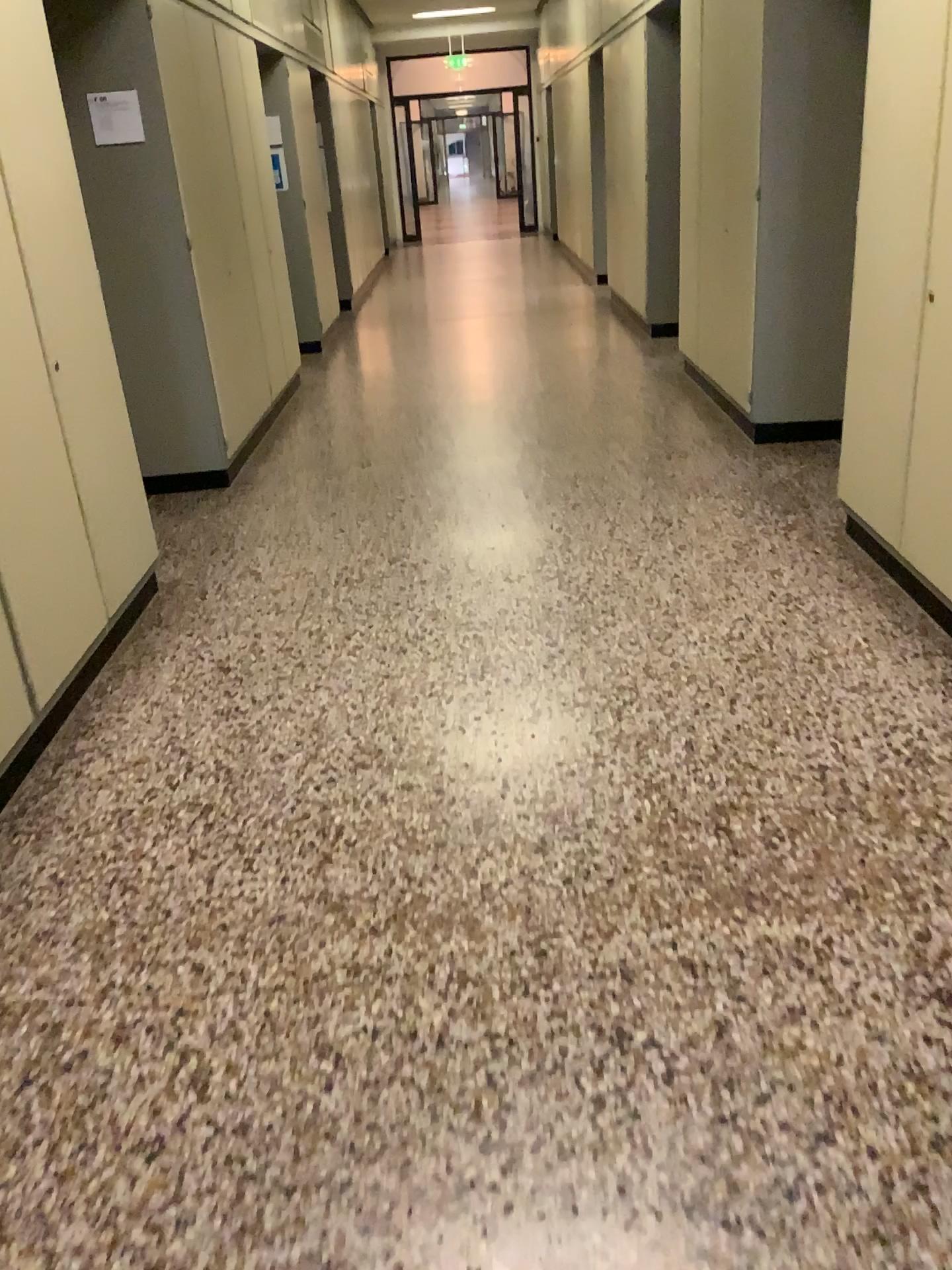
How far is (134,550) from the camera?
3.6m
